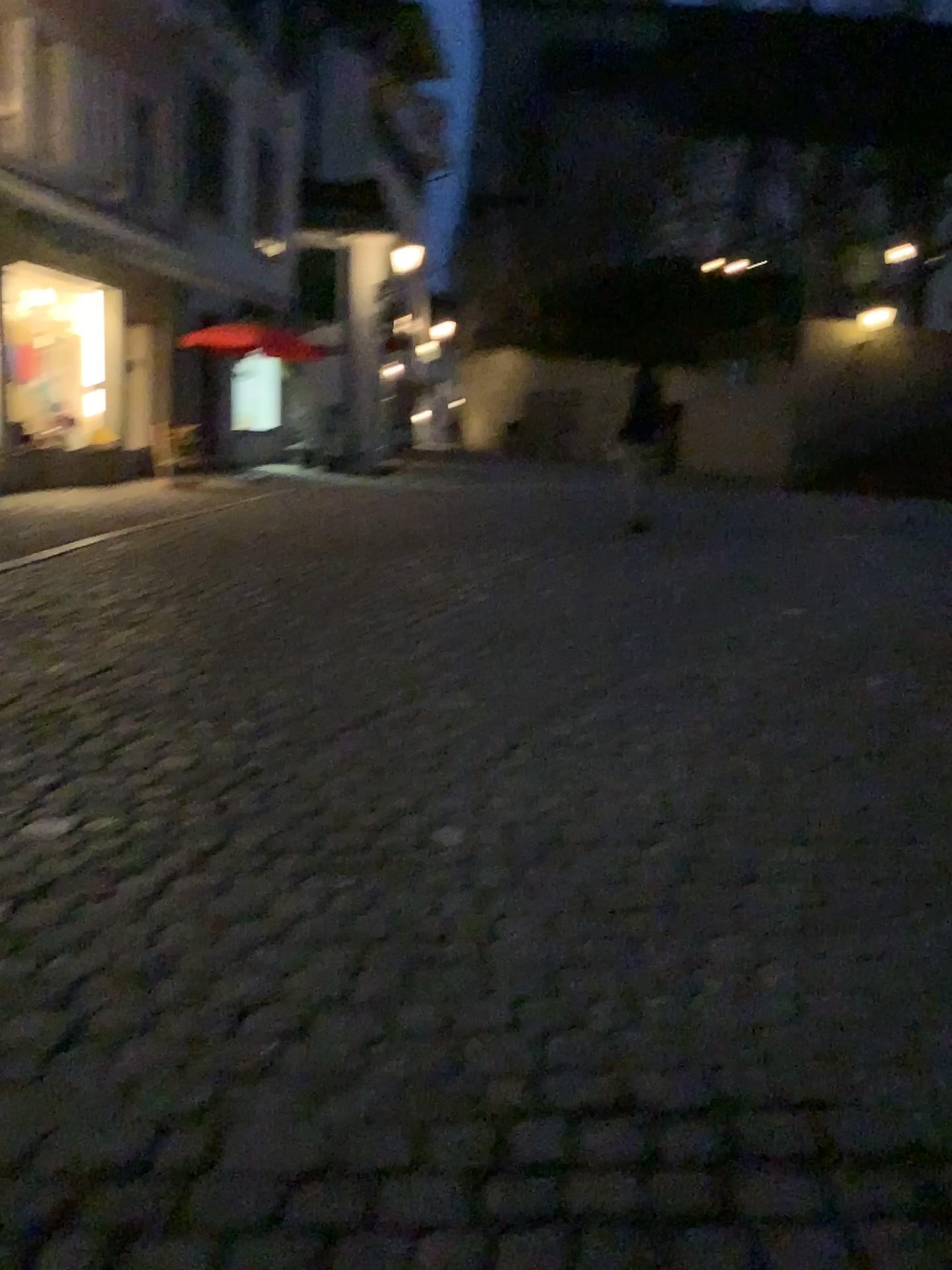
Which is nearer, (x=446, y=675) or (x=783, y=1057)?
(x=783, y=1057)
